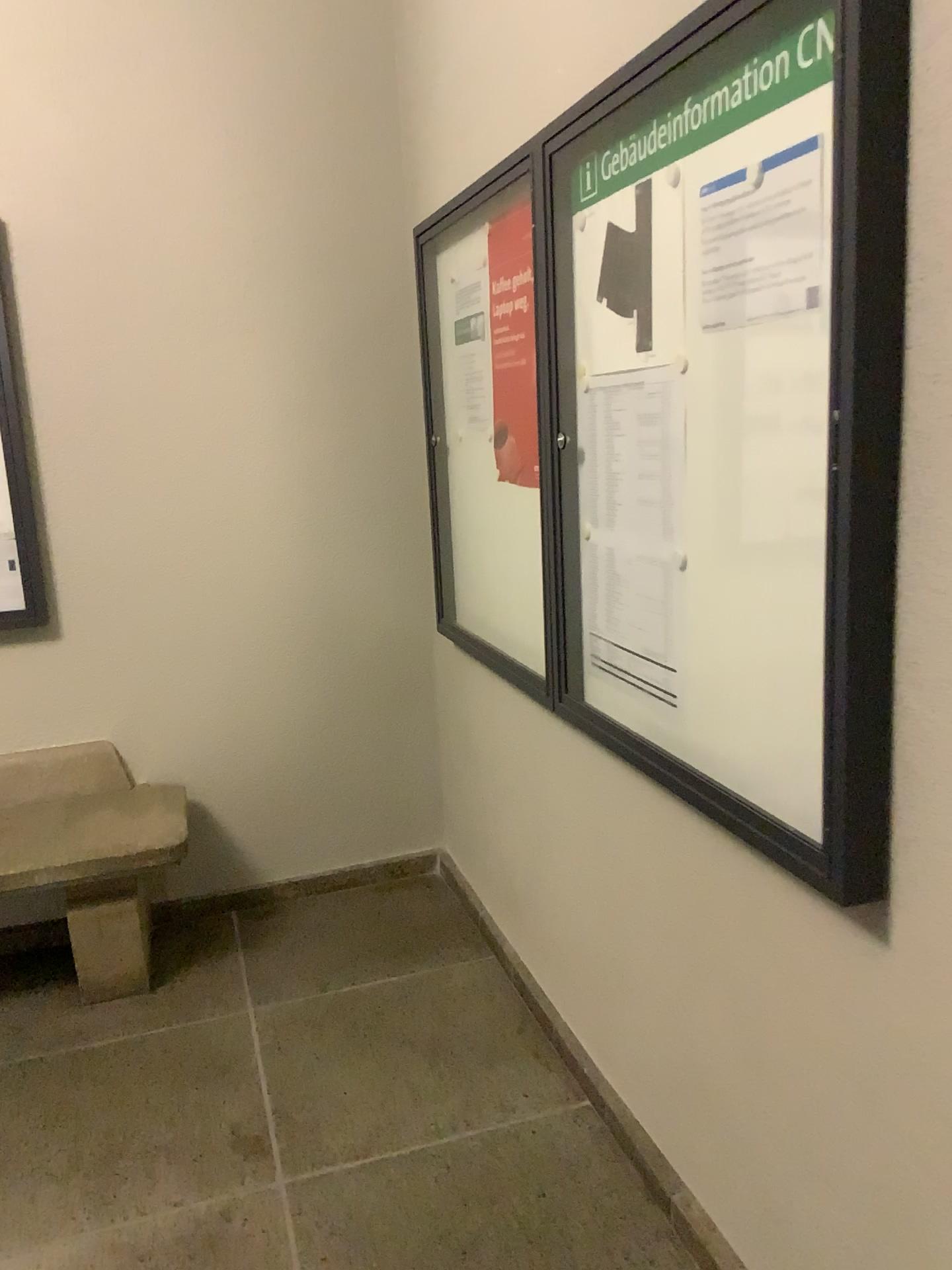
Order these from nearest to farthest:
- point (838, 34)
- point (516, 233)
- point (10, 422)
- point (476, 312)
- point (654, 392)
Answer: point (838, 34) < point (654, 392) < point (516, 233) < point (476, 312) < point (10, 422)

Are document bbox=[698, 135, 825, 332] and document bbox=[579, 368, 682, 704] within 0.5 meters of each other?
yes

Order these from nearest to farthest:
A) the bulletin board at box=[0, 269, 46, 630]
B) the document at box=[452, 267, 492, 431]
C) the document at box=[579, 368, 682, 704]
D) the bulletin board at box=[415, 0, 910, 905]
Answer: the bulletin board at box=[415, 0, 910, 905] → the document at box=[579, 368, 682, 704] → the document at box=[452, 267, 492, 431] → the bulletin board at box=[0, 269, 46, 630]

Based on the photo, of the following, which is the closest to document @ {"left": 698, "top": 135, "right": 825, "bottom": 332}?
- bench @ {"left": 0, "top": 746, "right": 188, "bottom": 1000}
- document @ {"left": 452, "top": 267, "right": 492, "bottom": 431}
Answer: document @ {"left": 452, "top": 267, "right": 492, "bottom": 431}

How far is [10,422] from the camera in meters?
2.9

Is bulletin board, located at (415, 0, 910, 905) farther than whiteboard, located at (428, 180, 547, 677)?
No

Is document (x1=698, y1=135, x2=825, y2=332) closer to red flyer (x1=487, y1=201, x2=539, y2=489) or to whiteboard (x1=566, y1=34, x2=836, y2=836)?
whiteboard (x1=566, y1=34, x2=836, y2=836)

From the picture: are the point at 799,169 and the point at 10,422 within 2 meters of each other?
no

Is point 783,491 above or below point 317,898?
above

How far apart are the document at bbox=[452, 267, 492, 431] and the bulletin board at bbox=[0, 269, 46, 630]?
1.2 meters
